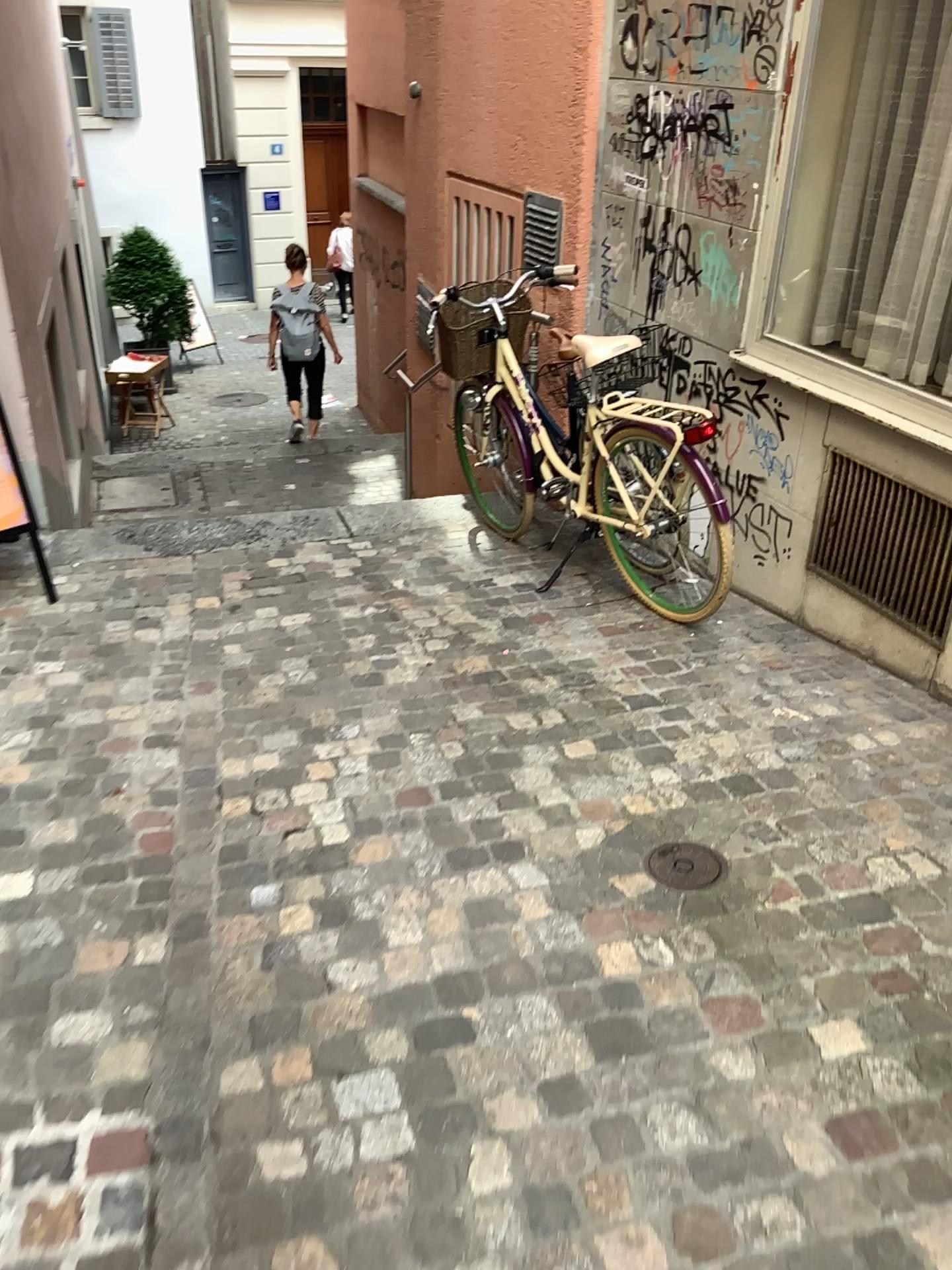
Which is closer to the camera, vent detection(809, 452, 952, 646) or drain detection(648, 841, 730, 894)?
drain detection(648, 841, 730, 894)

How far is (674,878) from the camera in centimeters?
233cm

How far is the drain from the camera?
2.3m

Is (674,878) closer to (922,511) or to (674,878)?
(674,878)

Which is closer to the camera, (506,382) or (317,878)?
(317,878)

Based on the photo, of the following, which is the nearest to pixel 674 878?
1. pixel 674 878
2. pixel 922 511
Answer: pixel 674 878

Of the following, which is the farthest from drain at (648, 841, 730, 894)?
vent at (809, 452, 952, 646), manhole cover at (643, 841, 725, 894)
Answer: vent at (809, 452, 952, 646)

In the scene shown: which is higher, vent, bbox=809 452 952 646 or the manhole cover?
vent, bbox=809 452 952 646

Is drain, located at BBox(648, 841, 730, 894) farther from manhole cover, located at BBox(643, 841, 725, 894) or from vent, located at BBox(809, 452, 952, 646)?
vent, located at BBox(809, 452, 952, 646)
